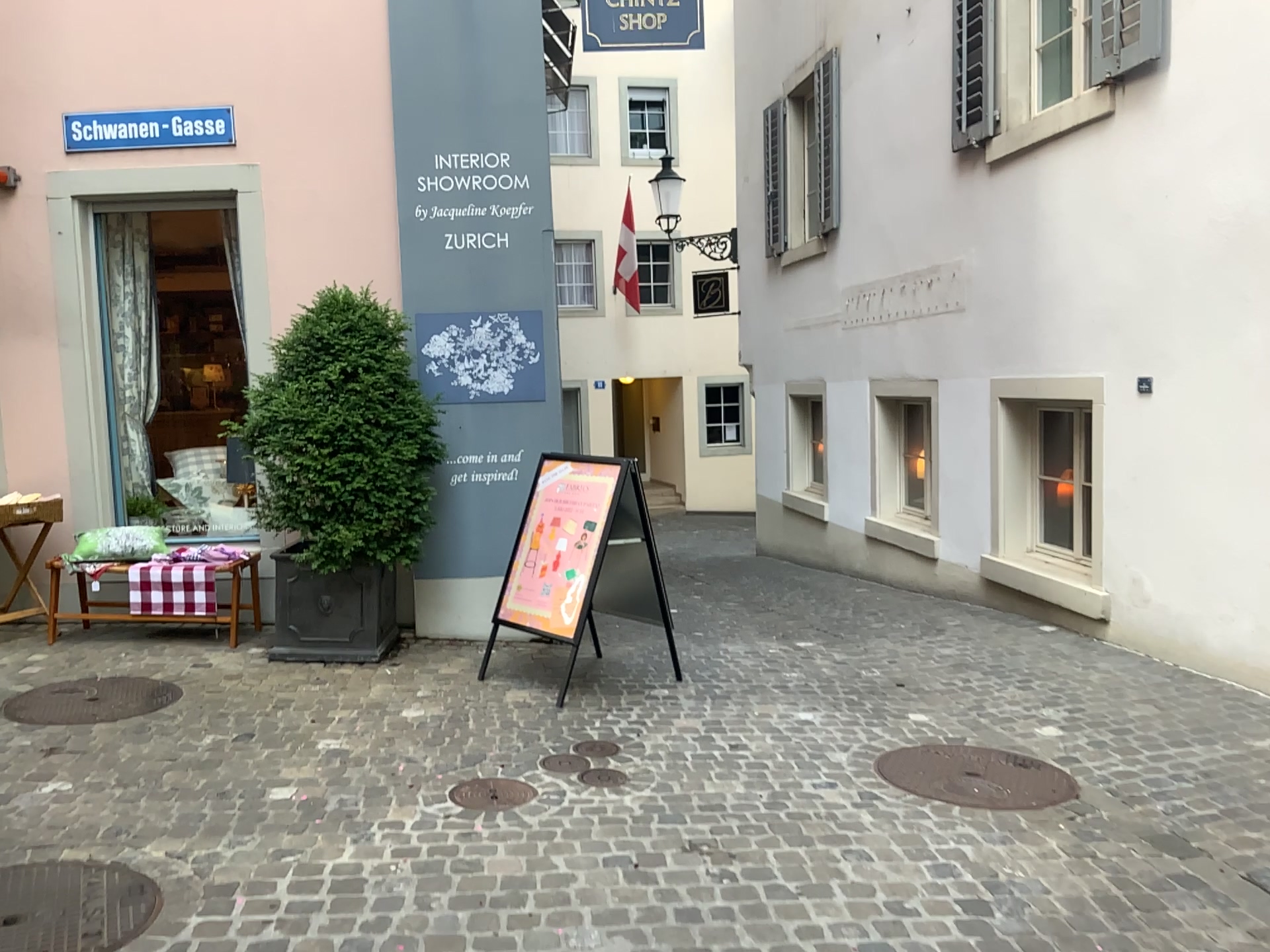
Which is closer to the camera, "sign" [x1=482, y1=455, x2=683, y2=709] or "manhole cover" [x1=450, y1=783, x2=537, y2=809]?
"manhole cover" [x1=450, y1=783, x2=537, y2=809]

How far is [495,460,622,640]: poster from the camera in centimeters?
485cm

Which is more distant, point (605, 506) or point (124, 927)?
point (605, 506)

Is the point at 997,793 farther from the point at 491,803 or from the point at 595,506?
the point at 595,506

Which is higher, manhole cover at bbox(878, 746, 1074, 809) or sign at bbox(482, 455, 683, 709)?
sign at bbox(482, 455, 683, 709)

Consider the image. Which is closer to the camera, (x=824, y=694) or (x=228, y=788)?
(x=228, y=788)

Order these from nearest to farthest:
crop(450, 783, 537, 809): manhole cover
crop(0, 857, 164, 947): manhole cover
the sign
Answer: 1. crop(0, 857, 164, 947): manhole cover
2. crop(450, 783, 537, 809): manhole cover
3. the sign

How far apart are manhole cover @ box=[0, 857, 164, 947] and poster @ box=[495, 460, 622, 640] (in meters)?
2.23

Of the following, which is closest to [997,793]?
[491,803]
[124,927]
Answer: [491,803]

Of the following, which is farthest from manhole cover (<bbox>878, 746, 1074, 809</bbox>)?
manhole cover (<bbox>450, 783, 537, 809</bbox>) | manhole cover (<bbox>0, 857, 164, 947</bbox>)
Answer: manhole cover (<bbox>0, 857, 164, 947</bbox>)
